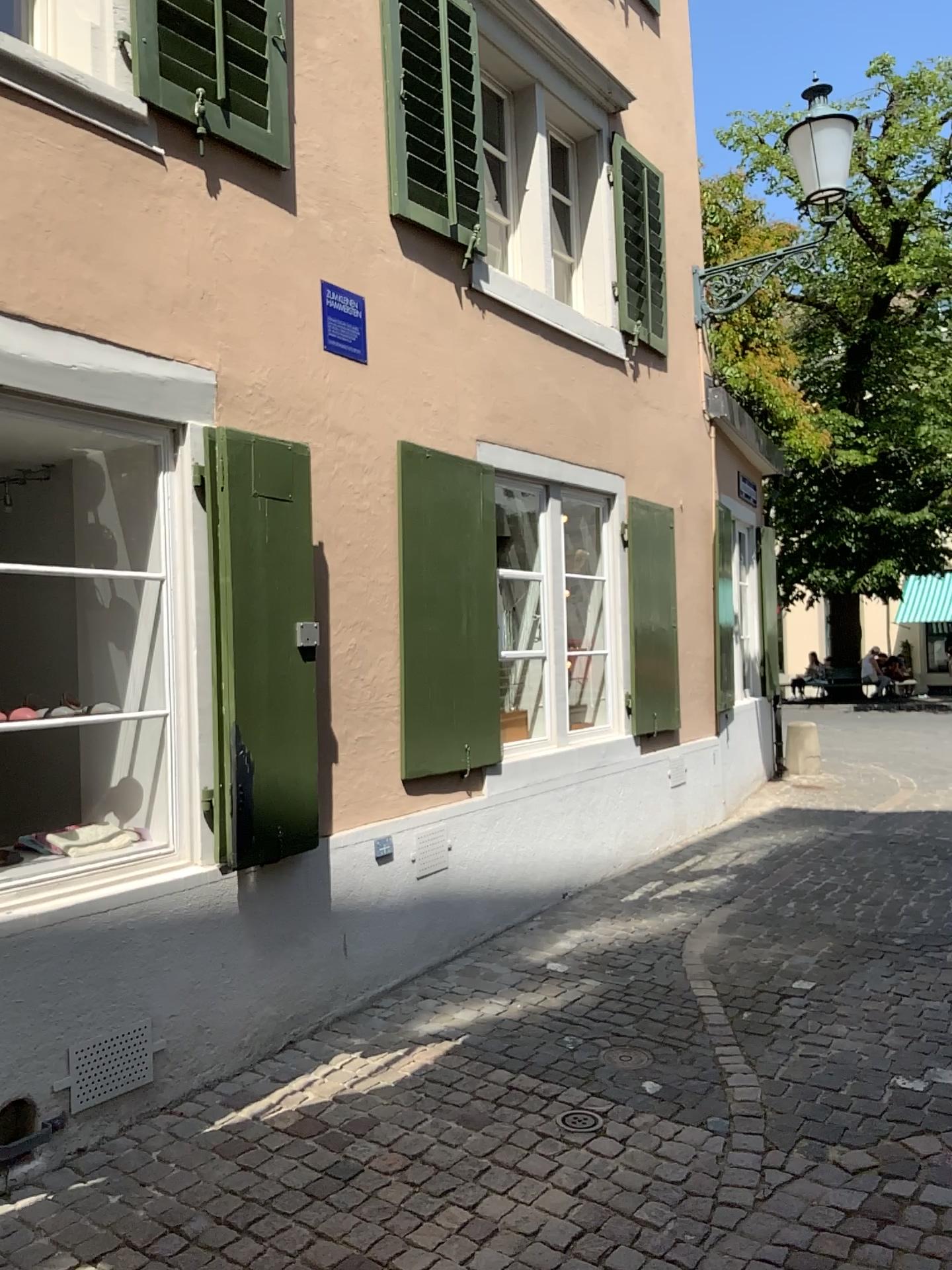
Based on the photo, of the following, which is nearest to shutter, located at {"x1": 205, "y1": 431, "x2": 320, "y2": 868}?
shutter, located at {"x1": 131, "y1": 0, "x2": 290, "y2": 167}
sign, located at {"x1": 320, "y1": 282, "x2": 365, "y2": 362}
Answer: sign, located at {"x1": 320, "y1": 282, "x2": 365, "y2": 362}

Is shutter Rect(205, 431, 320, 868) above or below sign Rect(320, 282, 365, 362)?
below

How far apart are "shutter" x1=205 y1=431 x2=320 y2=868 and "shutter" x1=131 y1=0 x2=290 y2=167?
1.1m

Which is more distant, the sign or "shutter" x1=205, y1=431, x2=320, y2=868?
the sign

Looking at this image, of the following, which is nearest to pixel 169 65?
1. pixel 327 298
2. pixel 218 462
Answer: pixel 327 298

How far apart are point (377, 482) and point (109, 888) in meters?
2.0 m

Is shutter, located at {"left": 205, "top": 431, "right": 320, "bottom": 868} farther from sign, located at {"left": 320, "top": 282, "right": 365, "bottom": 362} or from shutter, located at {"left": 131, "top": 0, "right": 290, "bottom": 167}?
shutter, located at {"left": 131, "top": 0, "right": 290, "bottom": 167}

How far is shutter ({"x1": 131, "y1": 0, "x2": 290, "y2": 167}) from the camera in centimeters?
366cm

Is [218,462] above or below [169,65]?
below

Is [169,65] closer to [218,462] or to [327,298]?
[327,298]
